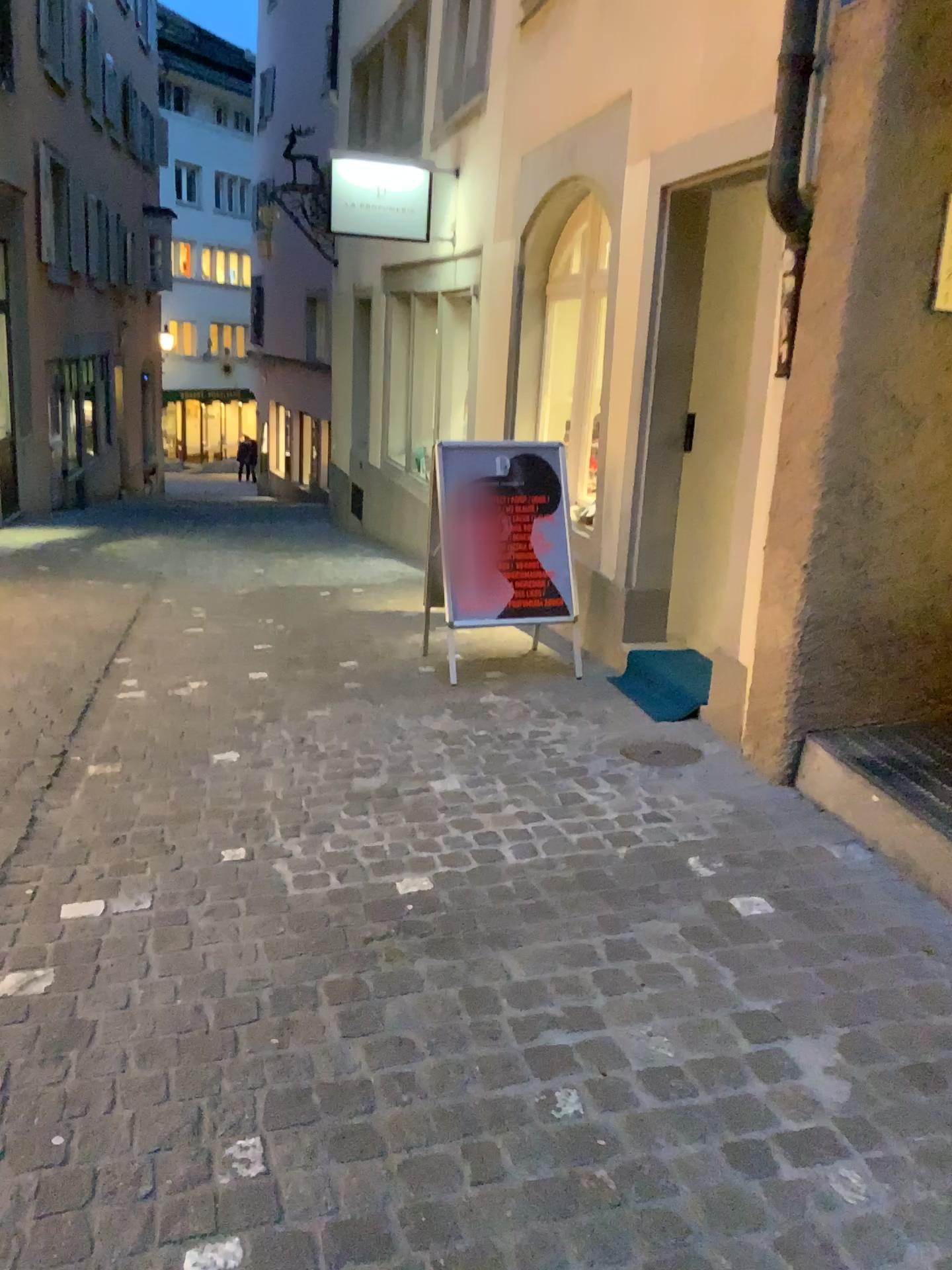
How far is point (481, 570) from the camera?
4.9m

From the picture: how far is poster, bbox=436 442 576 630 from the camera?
4.9 meters

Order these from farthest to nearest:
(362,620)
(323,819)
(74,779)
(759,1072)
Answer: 1. (362,620)
2. (74,779)
3. (323,819)
4. (759,1072)

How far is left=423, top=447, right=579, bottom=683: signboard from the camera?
4.9 meters

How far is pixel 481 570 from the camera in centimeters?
490cm
